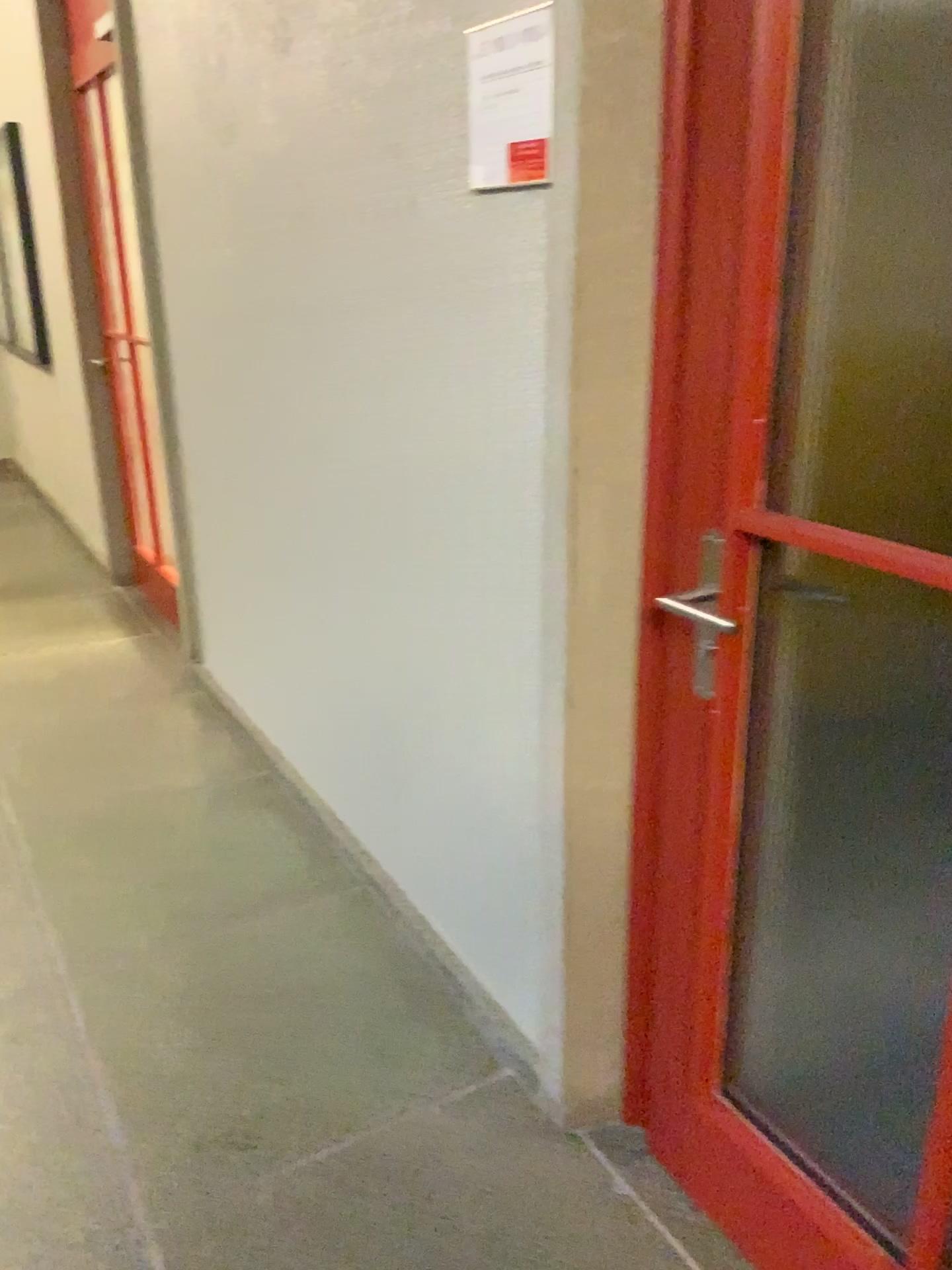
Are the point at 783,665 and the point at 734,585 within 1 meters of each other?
yes

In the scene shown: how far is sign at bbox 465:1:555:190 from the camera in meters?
1.4 m

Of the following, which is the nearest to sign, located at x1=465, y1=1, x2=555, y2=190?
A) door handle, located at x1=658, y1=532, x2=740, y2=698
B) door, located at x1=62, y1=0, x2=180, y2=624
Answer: door handle, located at x1=658, y1=532, x2=740, y2=698

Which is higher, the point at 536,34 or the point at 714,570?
the point at 536,34

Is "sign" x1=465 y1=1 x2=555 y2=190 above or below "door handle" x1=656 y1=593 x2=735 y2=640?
above

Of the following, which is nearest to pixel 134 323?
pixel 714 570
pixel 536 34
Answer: pixel 536 34

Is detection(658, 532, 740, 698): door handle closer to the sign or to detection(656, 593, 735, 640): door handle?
detection(656, 593, 735, 640): door handle

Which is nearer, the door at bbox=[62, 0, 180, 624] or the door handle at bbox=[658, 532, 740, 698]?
the door handle at bbox=[658, 532, 740, 698]

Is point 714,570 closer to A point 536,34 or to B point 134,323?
A point 536,34

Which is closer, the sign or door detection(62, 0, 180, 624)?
the sign
